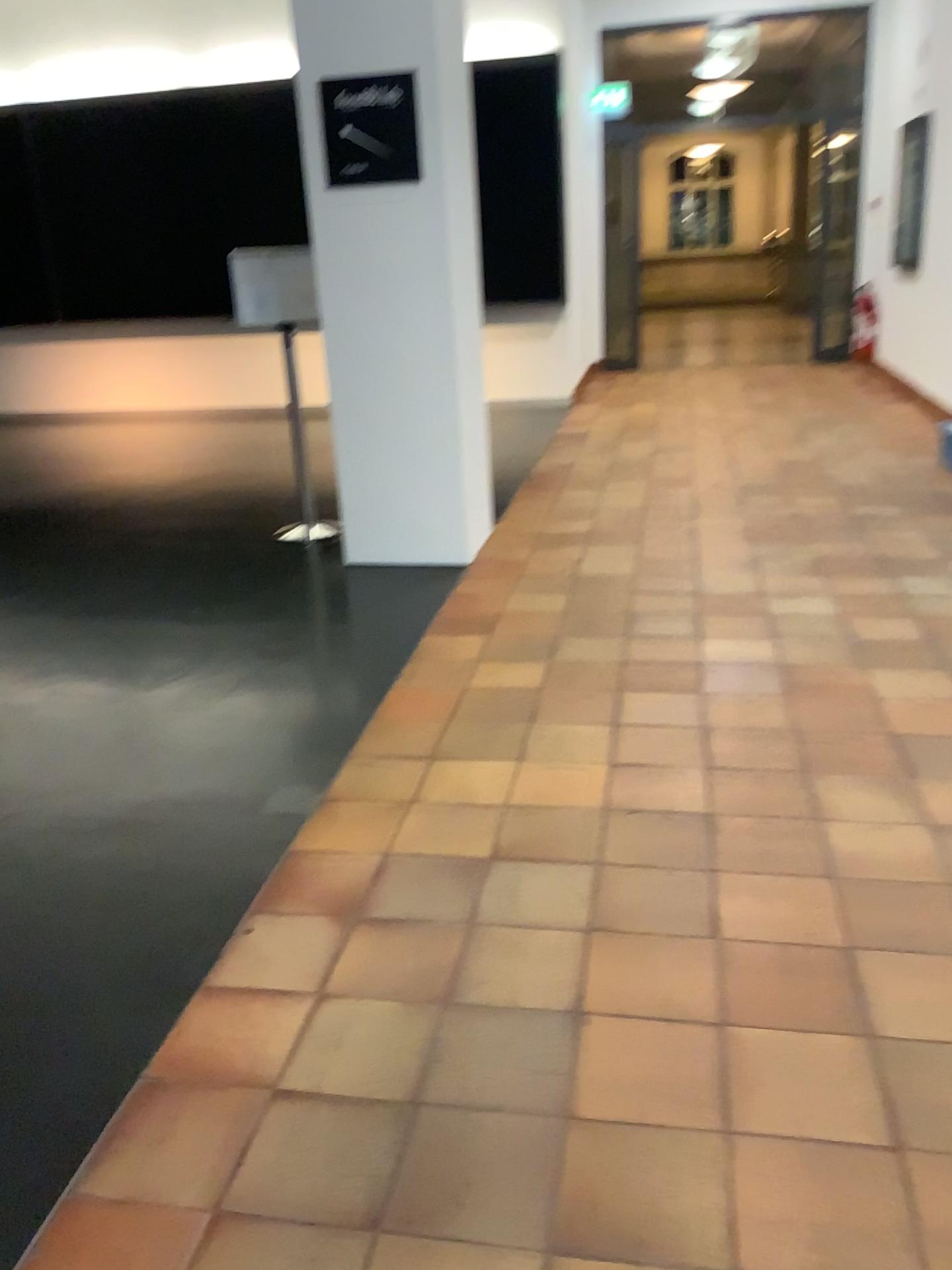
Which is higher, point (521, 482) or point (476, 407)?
point (476, 407)

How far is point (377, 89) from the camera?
4.15m

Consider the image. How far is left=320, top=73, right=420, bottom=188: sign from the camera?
4.1 meters

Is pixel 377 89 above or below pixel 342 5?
below
